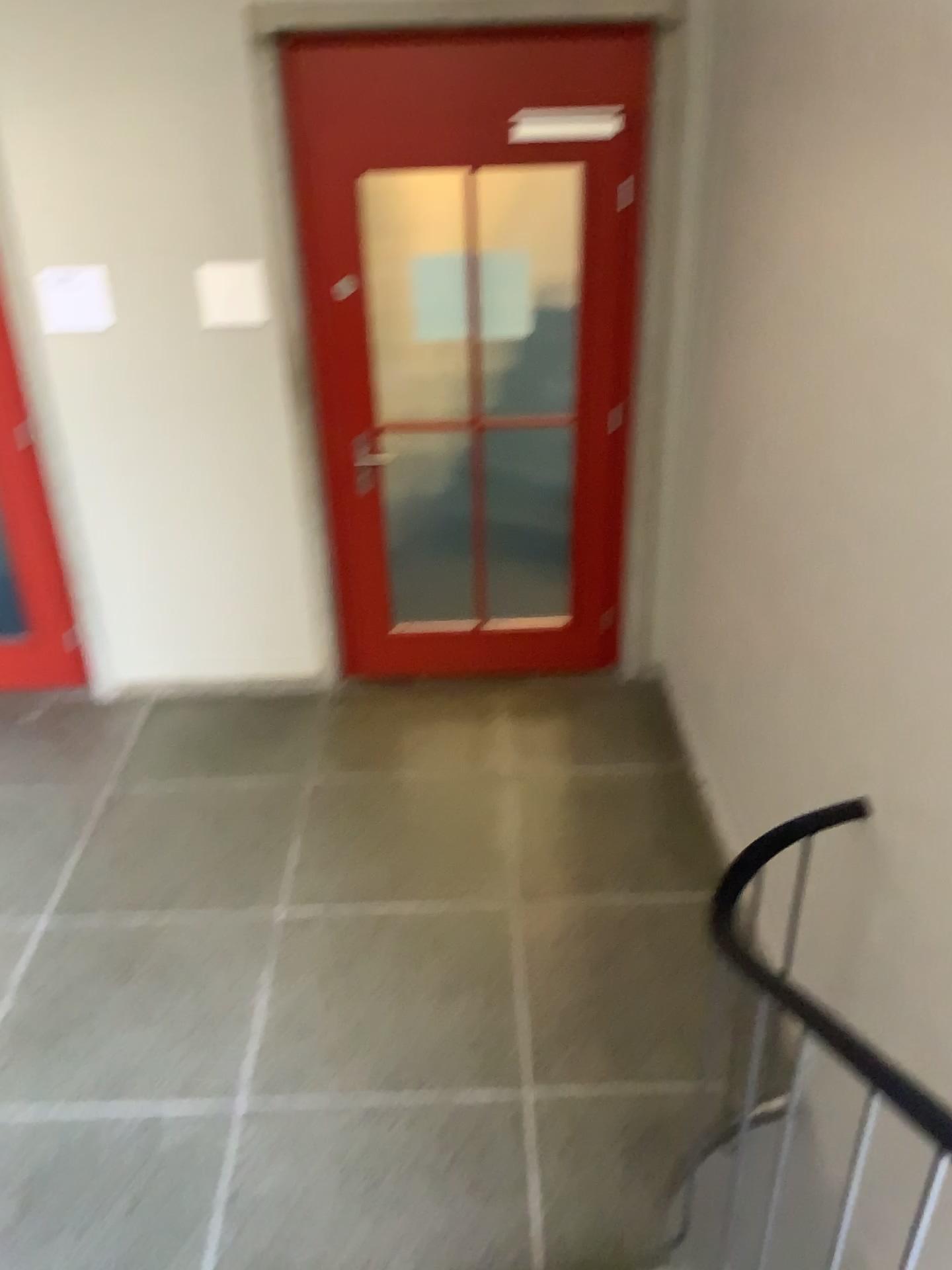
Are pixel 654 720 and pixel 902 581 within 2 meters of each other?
no

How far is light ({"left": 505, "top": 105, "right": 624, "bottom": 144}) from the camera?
3.5m

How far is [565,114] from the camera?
3.5m

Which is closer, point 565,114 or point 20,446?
point 565,114

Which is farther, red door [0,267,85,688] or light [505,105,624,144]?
red door [0,267,85,688]

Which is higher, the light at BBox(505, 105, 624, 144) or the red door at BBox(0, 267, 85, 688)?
the light at BBox(505, 105, 624, 144)

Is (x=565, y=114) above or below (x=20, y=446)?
above
